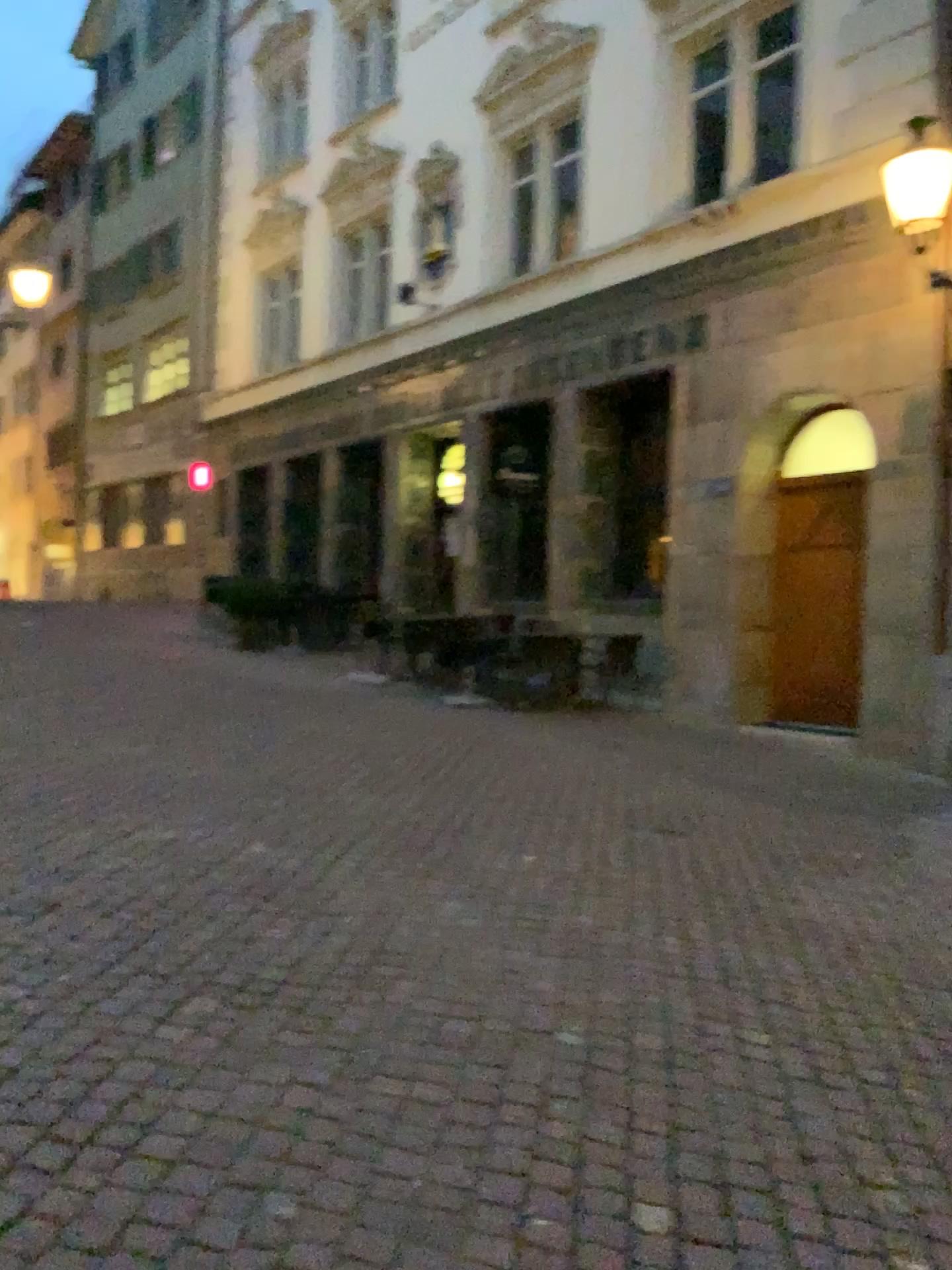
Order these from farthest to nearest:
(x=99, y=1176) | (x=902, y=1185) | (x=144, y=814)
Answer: (x=144, y=814)
(x=902, y=1185)
(x=99, y=1176)
